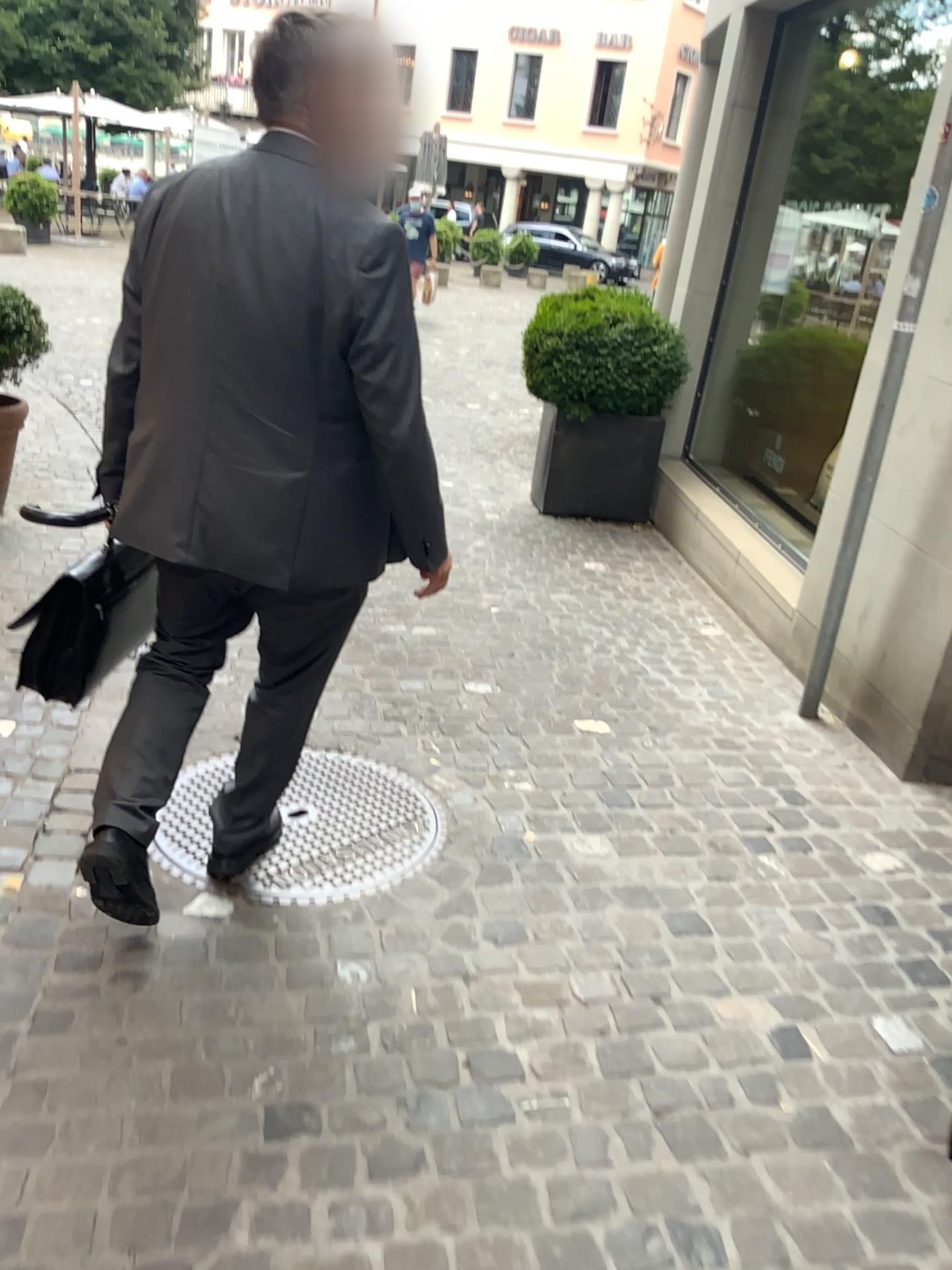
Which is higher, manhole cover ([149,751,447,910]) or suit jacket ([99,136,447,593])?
suit jacket ([99,136,447,593])

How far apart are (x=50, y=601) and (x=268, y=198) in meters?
0.9 m

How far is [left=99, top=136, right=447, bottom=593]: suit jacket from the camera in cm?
163

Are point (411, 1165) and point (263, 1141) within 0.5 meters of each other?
yes

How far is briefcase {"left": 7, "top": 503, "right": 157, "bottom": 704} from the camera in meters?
2.0

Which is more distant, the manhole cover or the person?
the manhole cover

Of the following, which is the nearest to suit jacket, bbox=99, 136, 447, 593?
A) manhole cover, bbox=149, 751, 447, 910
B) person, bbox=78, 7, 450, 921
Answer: person, bbox=78, 7, 450, 921

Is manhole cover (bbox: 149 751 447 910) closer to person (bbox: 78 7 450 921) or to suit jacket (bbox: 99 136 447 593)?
person (bbox: 78 7 450 921)

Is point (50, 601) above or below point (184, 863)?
above

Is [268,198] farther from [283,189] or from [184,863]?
[184,863]
